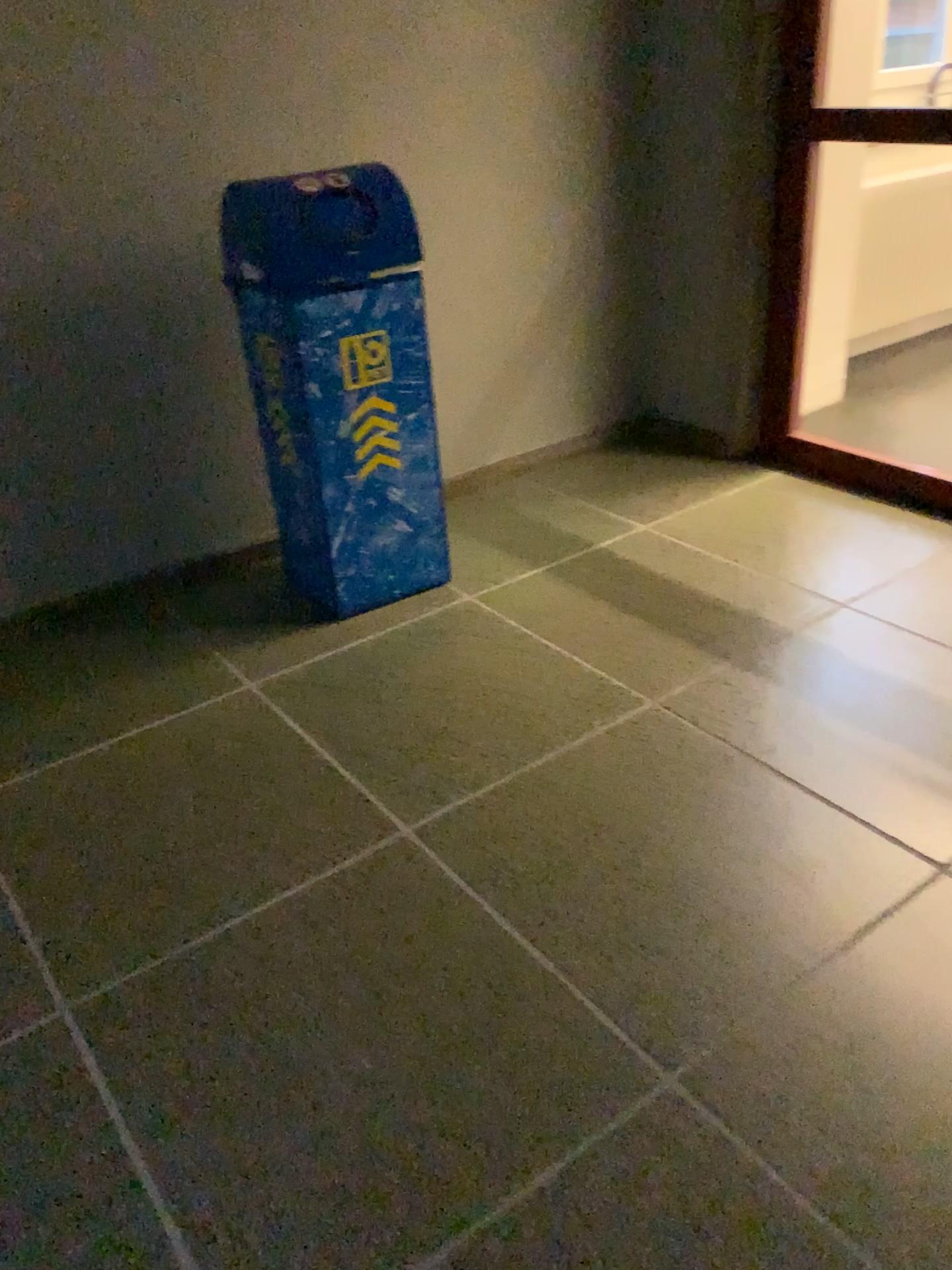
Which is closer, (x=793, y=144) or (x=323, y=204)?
(x=323, y=204)

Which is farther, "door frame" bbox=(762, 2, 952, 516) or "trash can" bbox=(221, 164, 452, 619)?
"door frame" bbox=(762, 2, 952, 516)

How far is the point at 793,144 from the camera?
3.24m

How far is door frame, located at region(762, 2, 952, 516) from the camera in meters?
3.2

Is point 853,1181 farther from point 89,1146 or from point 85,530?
point 85,530
